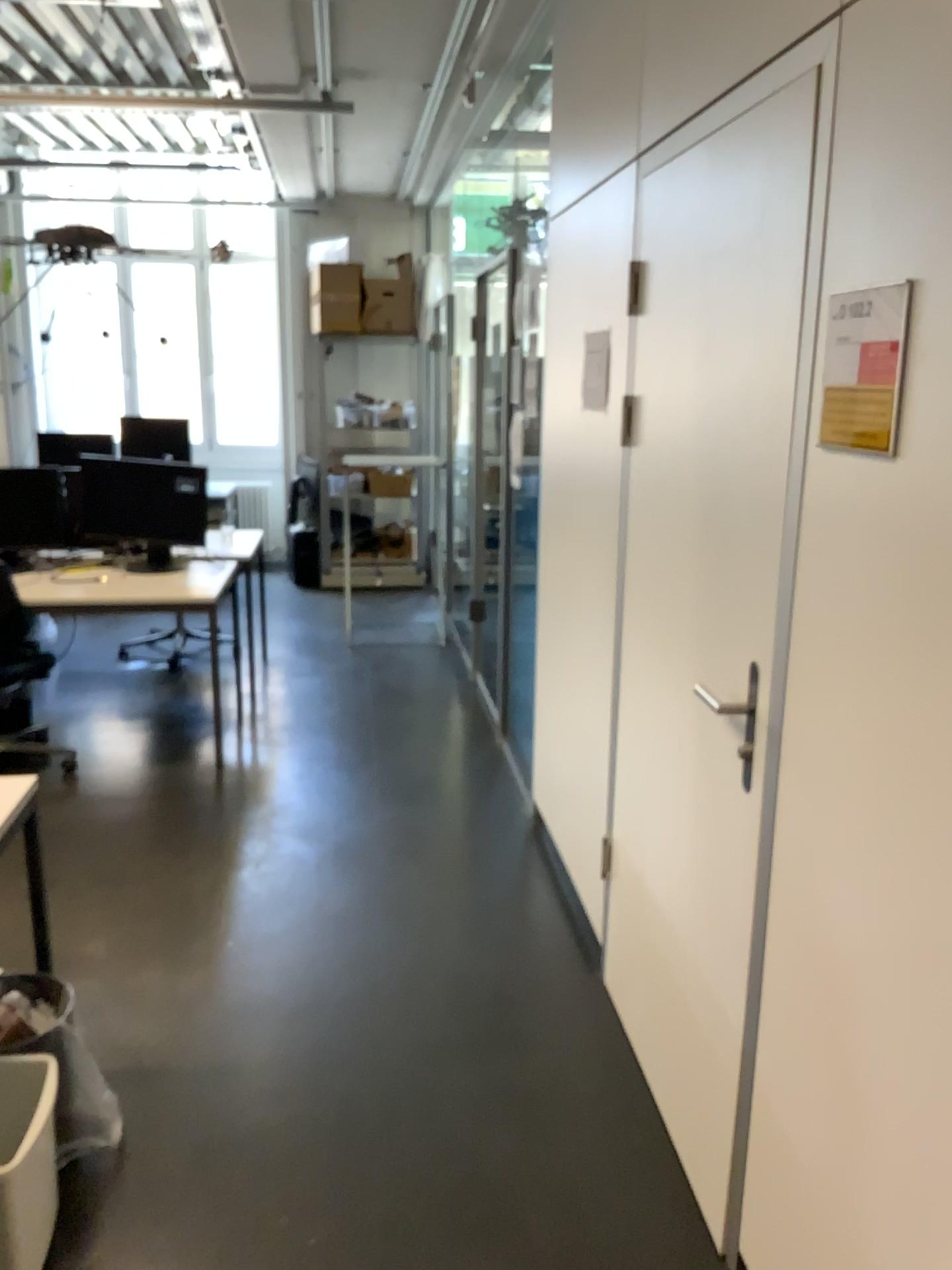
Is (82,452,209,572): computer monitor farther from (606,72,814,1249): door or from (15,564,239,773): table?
(606,72,814,1249): door

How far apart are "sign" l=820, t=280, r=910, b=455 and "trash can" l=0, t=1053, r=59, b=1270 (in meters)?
1.76

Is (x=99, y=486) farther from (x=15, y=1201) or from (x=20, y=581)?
(x=15, y=1201)

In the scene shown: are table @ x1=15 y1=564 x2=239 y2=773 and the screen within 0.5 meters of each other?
yes

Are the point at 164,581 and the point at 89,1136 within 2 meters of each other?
no

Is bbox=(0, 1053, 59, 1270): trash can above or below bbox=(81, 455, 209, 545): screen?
below

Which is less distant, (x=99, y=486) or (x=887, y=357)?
(x=887, y=357)

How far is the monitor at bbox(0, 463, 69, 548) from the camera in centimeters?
469cm

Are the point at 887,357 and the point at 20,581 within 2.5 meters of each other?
no

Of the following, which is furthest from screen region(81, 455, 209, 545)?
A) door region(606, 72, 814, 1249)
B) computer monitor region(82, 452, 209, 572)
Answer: door region(606, 72, 814, 1249)
